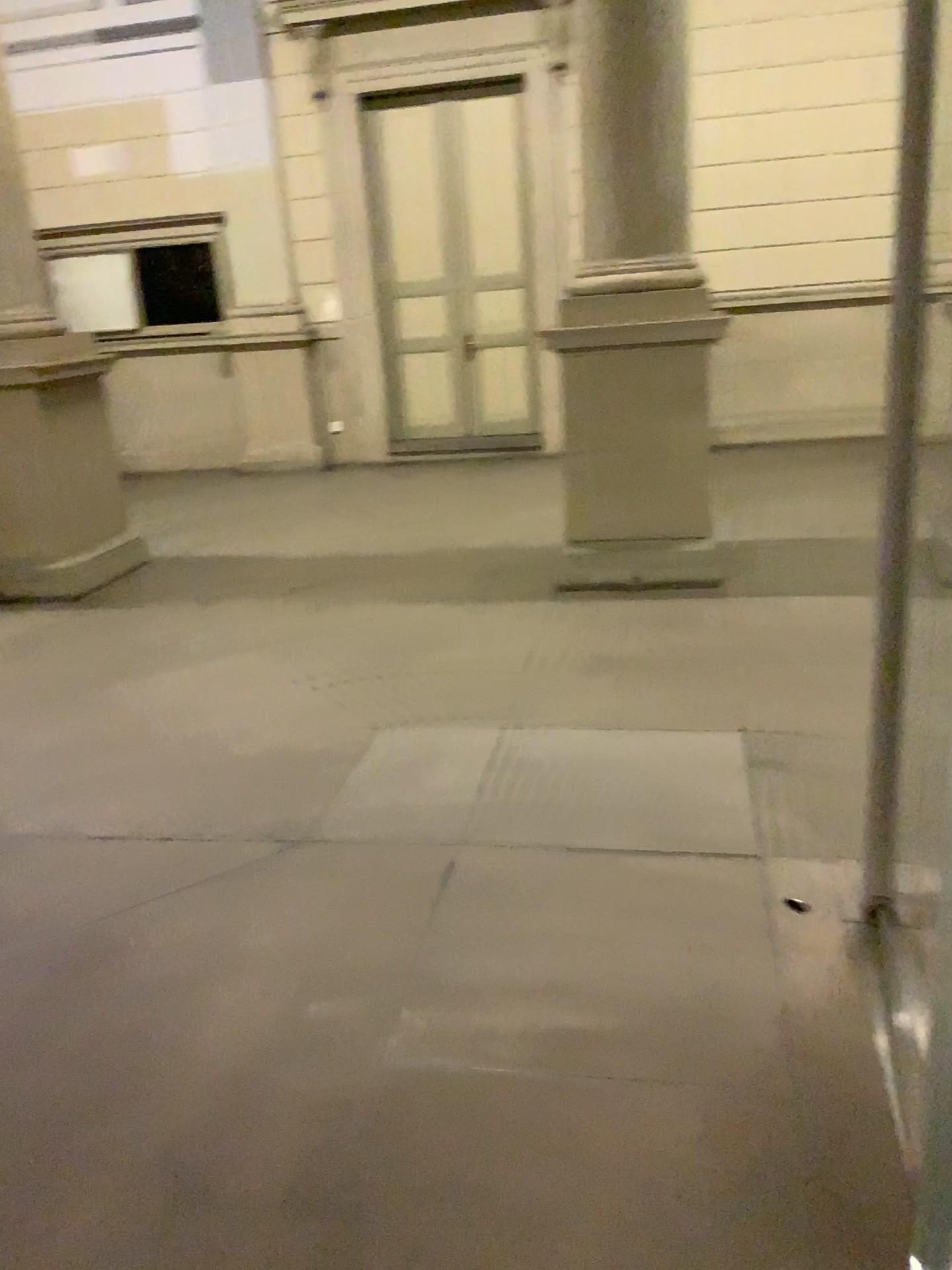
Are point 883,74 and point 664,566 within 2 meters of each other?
no
